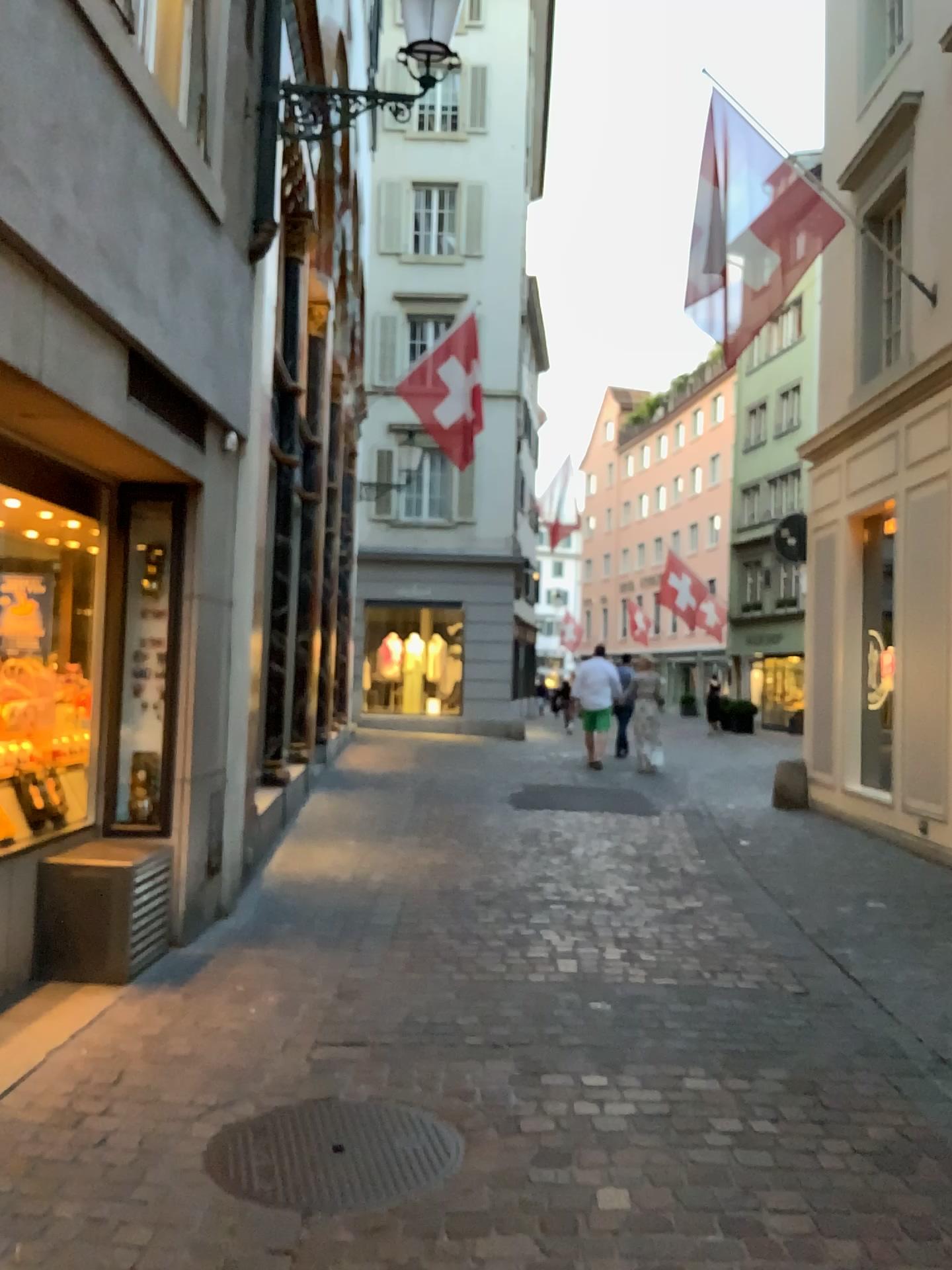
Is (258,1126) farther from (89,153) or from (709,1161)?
(89,153)
